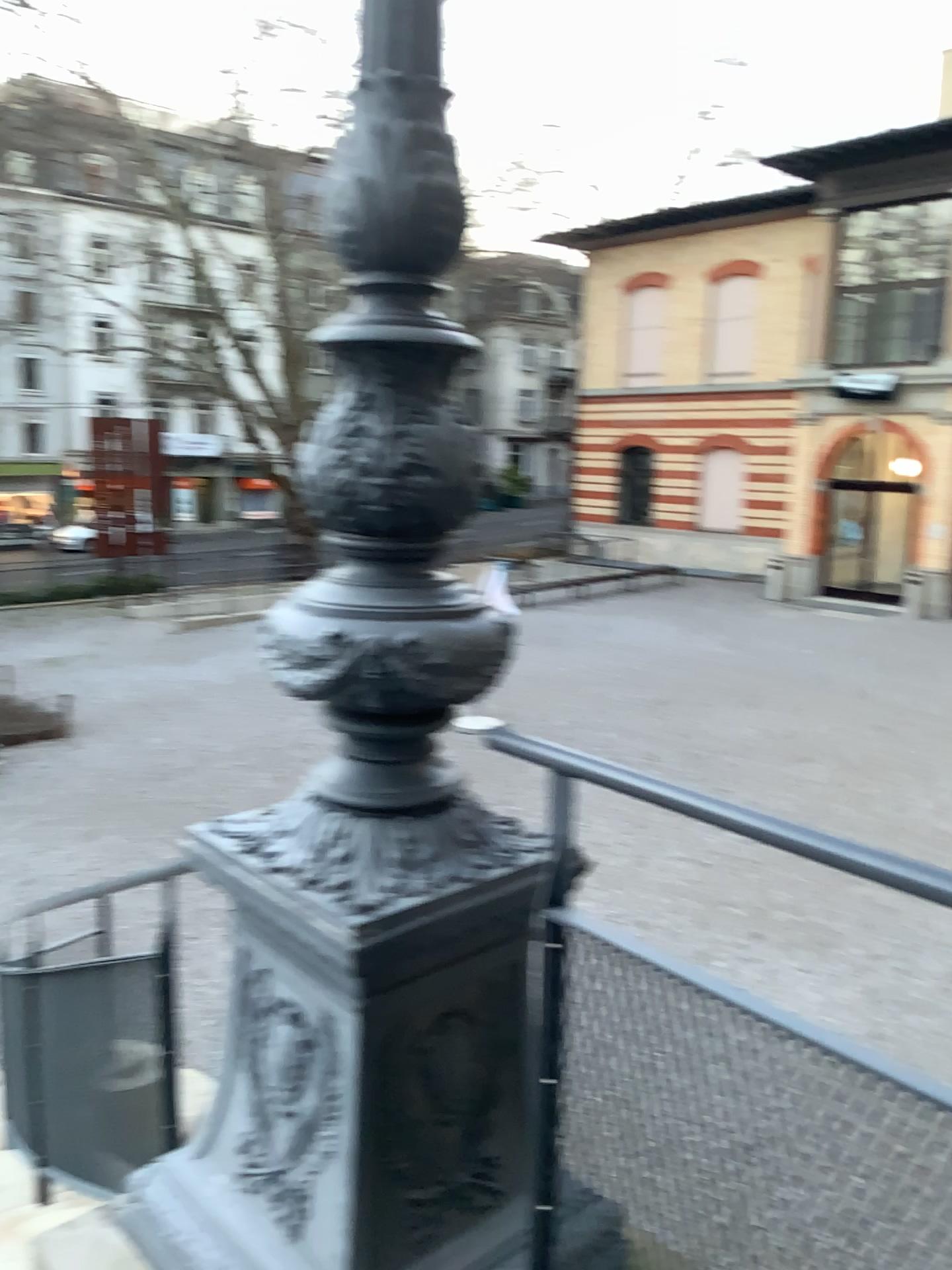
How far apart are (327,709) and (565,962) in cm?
49

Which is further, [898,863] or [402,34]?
[402,34]

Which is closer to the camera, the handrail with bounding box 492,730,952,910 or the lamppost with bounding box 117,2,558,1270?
the handrail with bounding box 492,730,952,910

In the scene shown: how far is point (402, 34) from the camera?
1.5 meters

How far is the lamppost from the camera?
1.5 meters

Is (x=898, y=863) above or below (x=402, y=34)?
below
